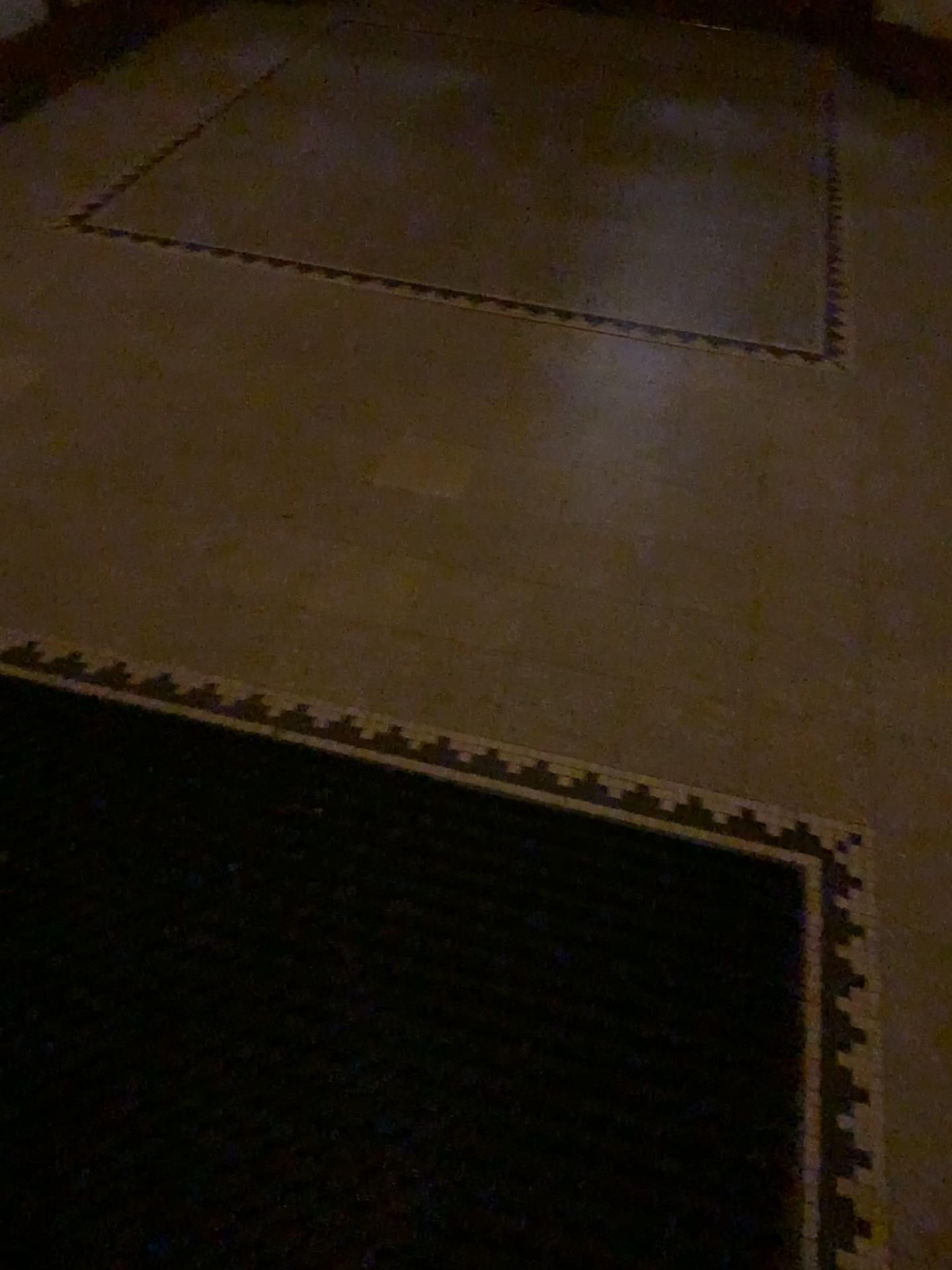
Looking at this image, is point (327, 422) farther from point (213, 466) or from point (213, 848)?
point (213, 848)
